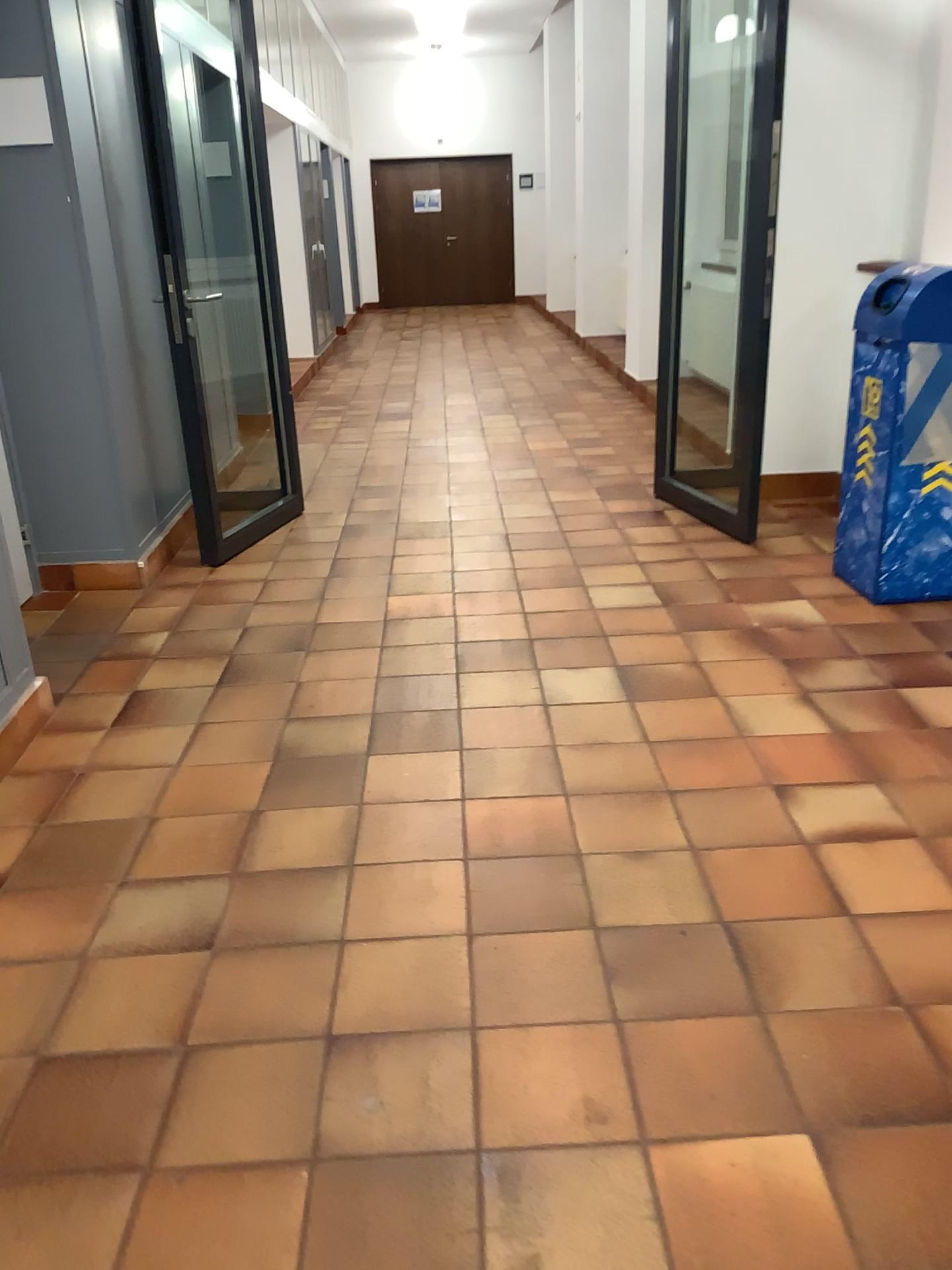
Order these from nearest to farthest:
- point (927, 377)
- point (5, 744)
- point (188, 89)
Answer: point (5, 744) → point (927, 377) → point (188, 89)

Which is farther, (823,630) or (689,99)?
(689,99)

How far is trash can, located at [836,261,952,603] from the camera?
3.3m

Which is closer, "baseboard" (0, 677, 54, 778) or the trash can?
"baseboard" (0, 677, 54, 778)

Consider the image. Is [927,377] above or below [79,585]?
above

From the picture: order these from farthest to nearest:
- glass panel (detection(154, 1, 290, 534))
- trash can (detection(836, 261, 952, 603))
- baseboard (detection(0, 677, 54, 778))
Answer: glass panel (detection(154, 1, 290, 534))
trash can (detection(836, 261, 952, 603))
baseboard (detection(0, 677, 54, 778))

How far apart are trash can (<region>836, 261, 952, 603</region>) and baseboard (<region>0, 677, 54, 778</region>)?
2.7m

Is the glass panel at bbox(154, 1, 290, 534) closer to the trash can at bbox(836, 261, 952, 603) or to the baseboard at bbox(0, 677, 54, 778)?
A: the baseboard at bbox(0, 677, 54, 778)

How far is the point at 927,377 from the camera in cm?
334

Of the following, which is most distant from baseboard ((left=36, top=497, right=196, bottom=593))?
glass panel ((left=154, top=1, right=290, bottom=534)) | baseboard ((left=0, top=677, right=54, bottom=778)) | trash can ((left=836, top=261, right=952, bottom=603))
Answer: trash can ((left=836, top=261, right=952, bottom=603))
